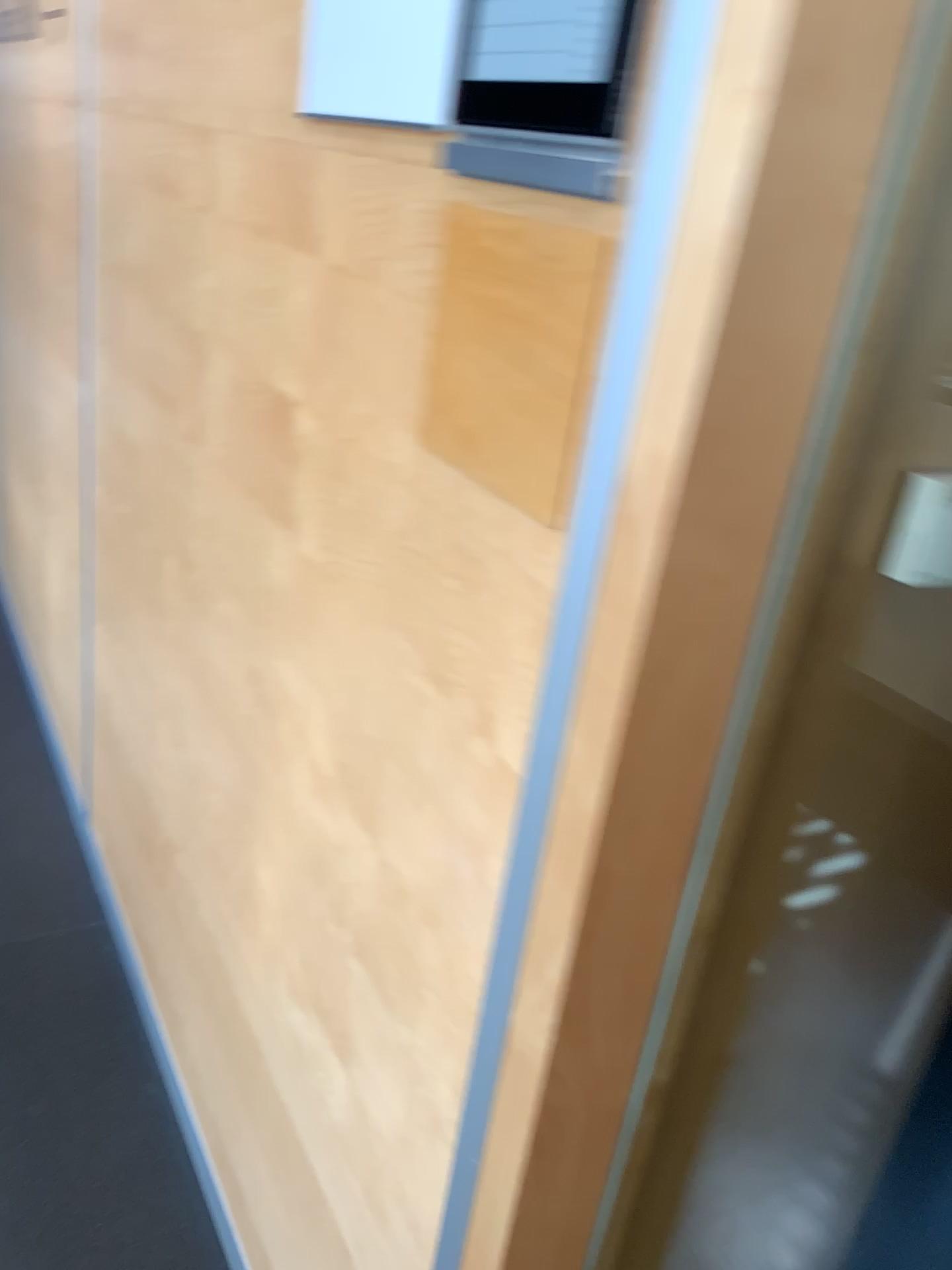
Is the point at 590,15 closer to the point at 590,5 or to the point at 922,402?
the point at 590,5

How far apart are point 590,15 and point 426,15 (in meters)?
0.25

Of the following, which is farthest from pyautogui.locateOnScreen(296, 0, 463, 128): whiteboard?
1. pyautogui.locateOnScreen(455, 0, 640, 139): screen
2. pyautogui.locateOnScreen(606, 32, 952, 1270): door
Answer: pyautogui.locateOnScreen(606, 32, 952, 1270): door

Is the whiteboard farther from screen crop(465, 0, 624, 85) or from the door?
the door

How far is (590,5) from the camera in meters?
0.6 m

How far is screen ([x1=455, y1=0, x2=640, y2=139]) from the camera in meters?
0.6 m

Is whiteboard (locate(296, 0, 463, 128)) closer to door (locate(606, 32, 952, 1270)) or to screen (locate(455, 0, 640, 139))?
screen (locate(455, 0, 640, 139))

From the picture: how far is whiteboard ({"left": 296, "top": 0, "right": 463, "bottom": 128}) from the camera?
0.8m

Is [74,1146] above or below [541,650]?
below

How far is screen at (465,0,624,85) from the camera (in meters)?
0.62
